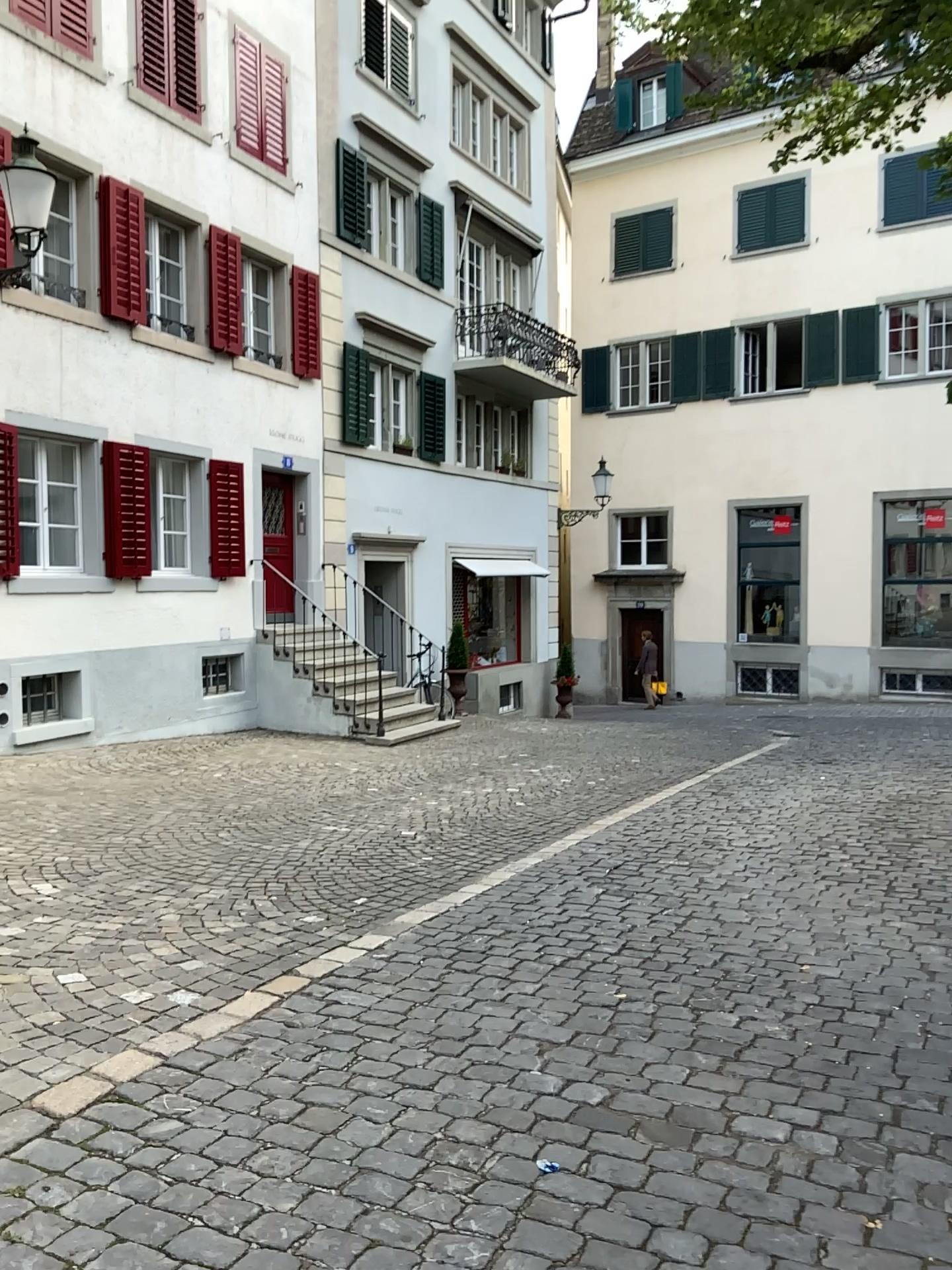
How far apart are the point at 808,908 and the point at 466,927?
1.6 meters
